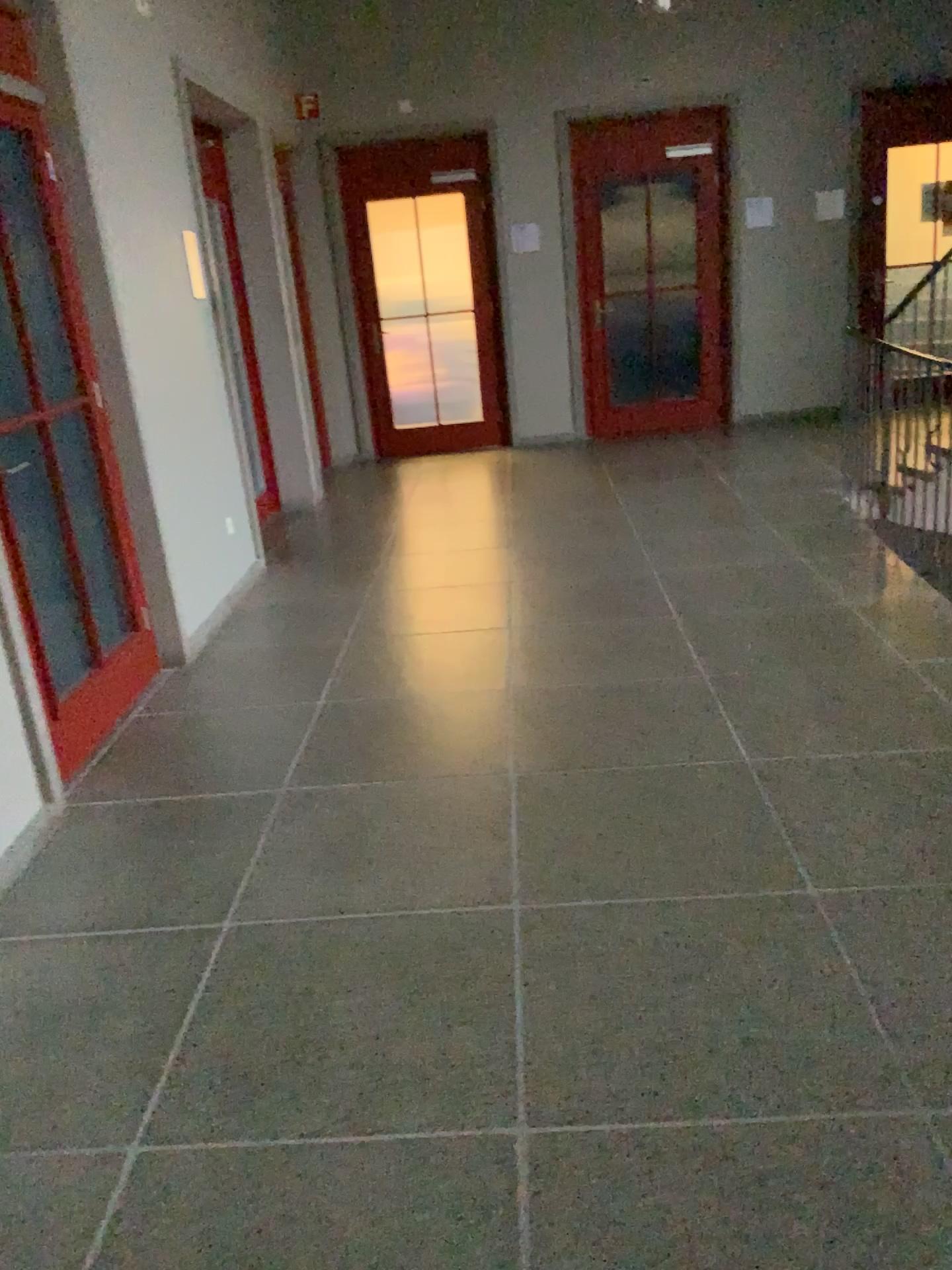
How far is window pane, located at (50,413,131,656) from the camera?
3.56m

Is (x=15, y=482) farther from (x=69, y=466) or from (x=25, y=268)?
(x=25, y=268)

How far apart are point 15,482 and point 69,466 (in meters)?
0.46

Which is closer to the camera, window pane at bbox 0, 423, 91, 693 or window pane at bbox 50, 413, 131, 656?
window pane at bbox 0, 423, 91, 693

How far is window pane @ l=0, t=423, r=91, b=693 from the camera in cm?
311

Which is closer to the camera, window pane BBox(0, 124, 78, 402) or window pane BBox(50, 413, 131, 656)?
window pane BBox(0, 124, 78, 402)

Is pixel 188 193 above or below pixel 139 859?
above

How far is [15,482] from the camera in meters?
3.1 m
